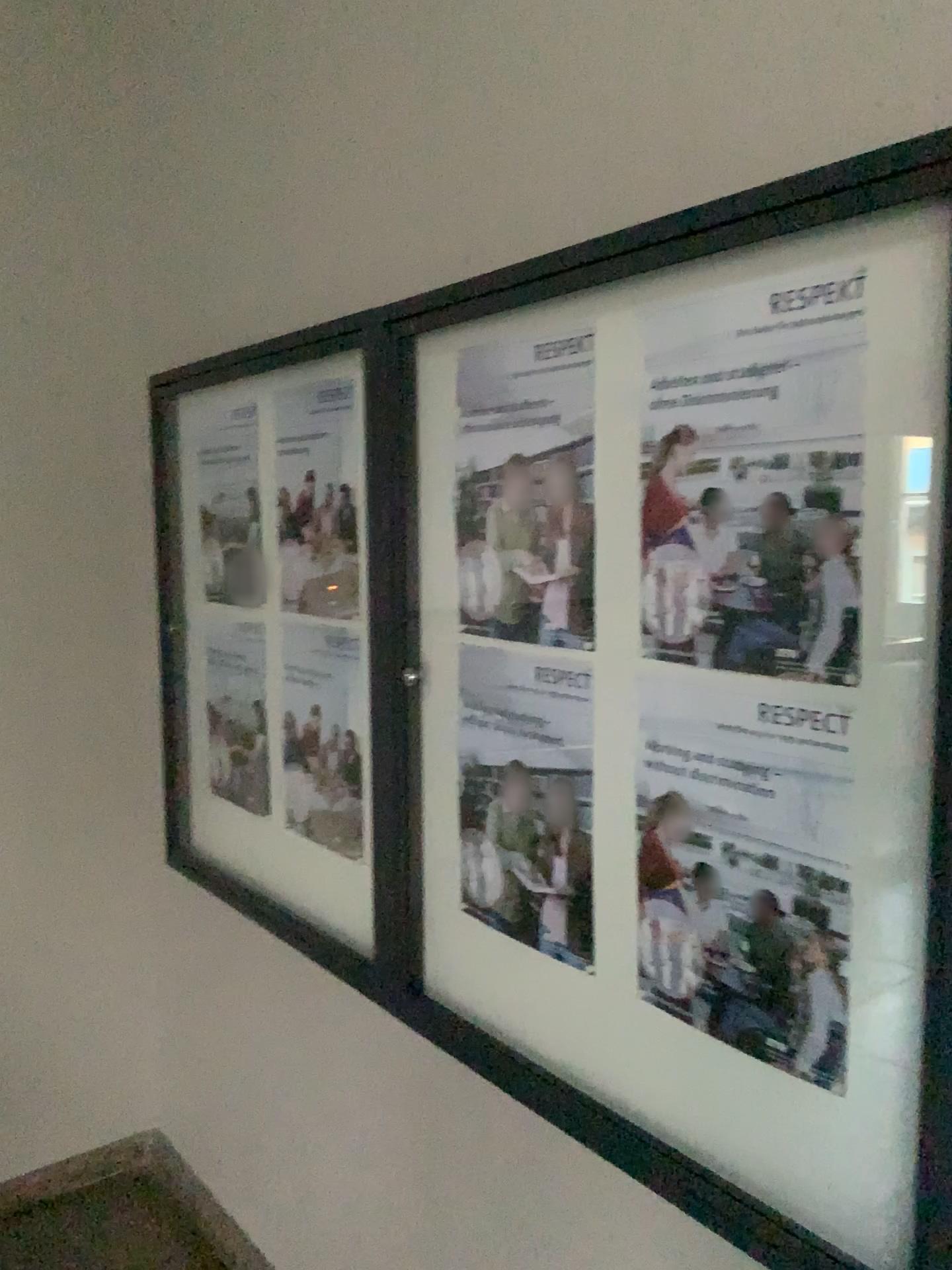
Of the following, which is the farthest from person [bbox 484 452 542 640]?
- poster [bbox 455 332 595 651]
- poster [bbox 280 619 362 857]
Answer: poster [bbox 280 619 362 857]

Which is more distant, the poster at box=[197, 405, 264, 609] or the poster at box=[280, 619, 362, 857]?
the poster at box=[197, 405, 264, 609]

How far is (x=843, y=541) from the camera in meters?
1.1 m

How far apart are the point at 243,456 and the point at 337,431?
0.4m

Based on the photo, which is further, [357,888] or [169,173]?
[169,173]

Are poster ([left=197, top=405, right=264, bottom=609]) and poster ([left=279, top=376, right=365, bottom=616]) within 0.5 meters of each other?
yes

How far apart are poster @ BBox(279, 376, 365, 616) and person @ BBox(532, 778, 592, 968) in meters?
0.6 m

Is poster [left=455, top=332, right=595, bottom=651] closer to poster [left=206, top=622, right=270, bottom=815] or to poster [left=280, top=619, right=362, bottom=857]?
poster [left=280, top=619, right=362, bottom=857]

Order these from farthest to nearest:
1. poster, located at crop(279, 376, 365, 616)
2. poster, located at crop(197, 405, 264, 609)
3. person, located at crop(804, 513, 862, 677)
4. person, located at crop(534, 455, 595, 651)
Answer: poster, located at crop(197, 405, 264, 609), poster, located at crop(279, 376, 365, 616), person, located at crop(534, 455, 595, 651), person, located at crop(804, 513, 862, 677)

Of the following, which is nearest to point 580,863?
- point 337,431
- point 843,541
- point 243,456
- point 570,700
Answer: point 570,700
